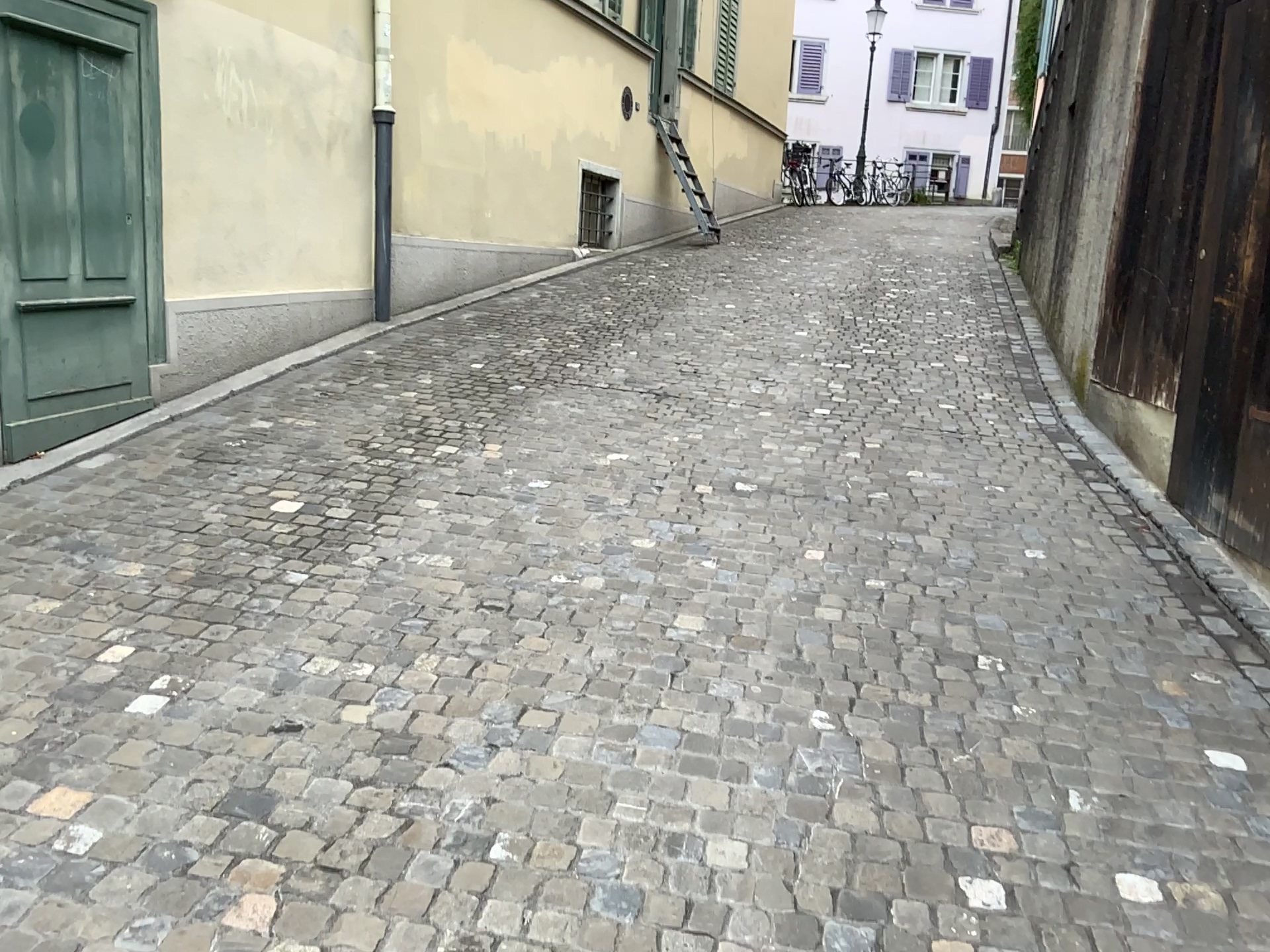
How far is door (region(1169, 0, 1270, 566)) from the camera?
4.2m

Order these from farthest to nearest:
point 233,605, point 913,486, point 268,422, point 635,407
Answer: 1. point 635,407
2. point 268,422
3. point 913,486
4. point 233,605

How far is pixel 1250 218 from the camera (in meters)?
4.16
